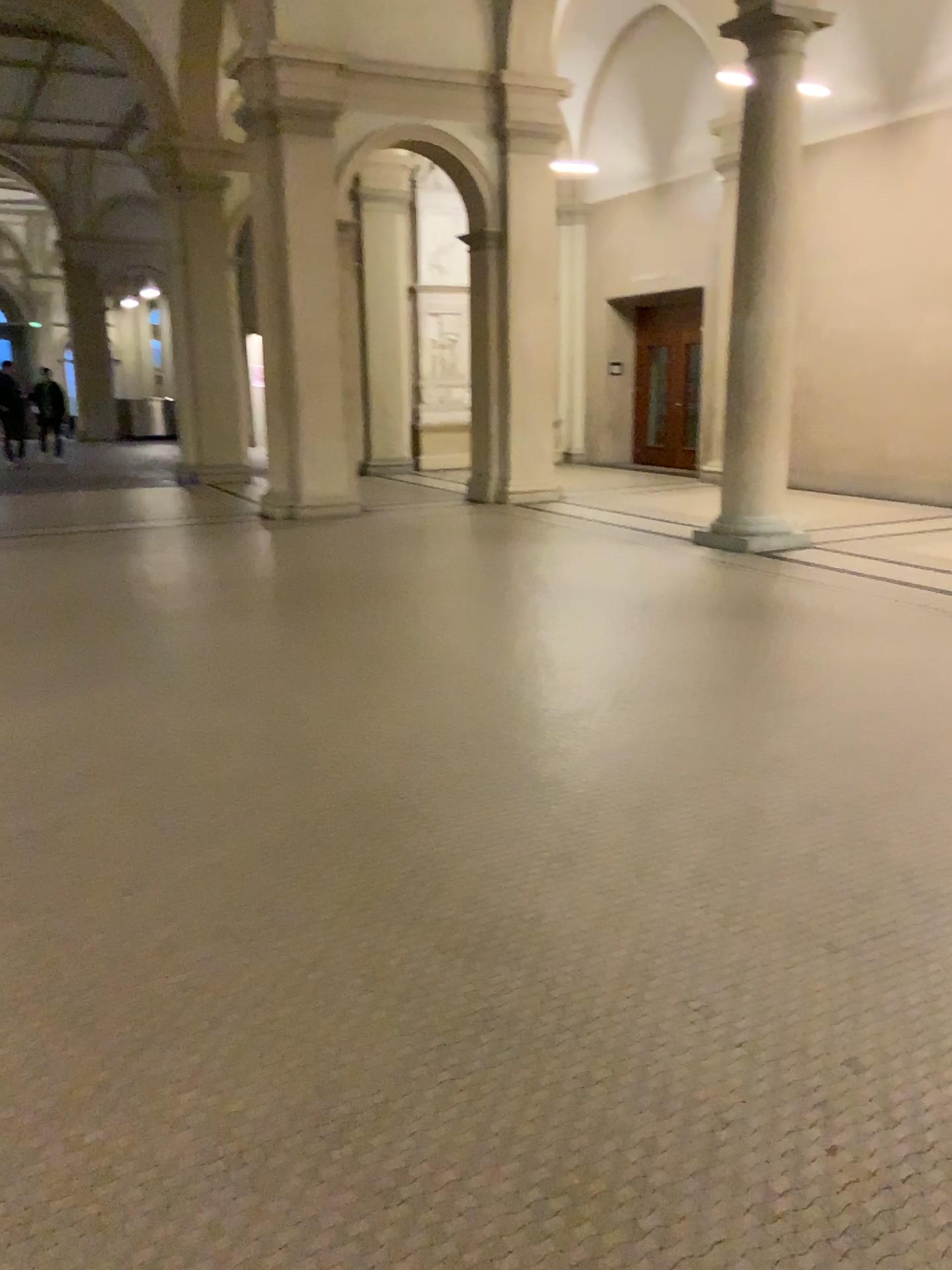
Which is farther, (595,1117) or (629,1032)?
(629,1032)
